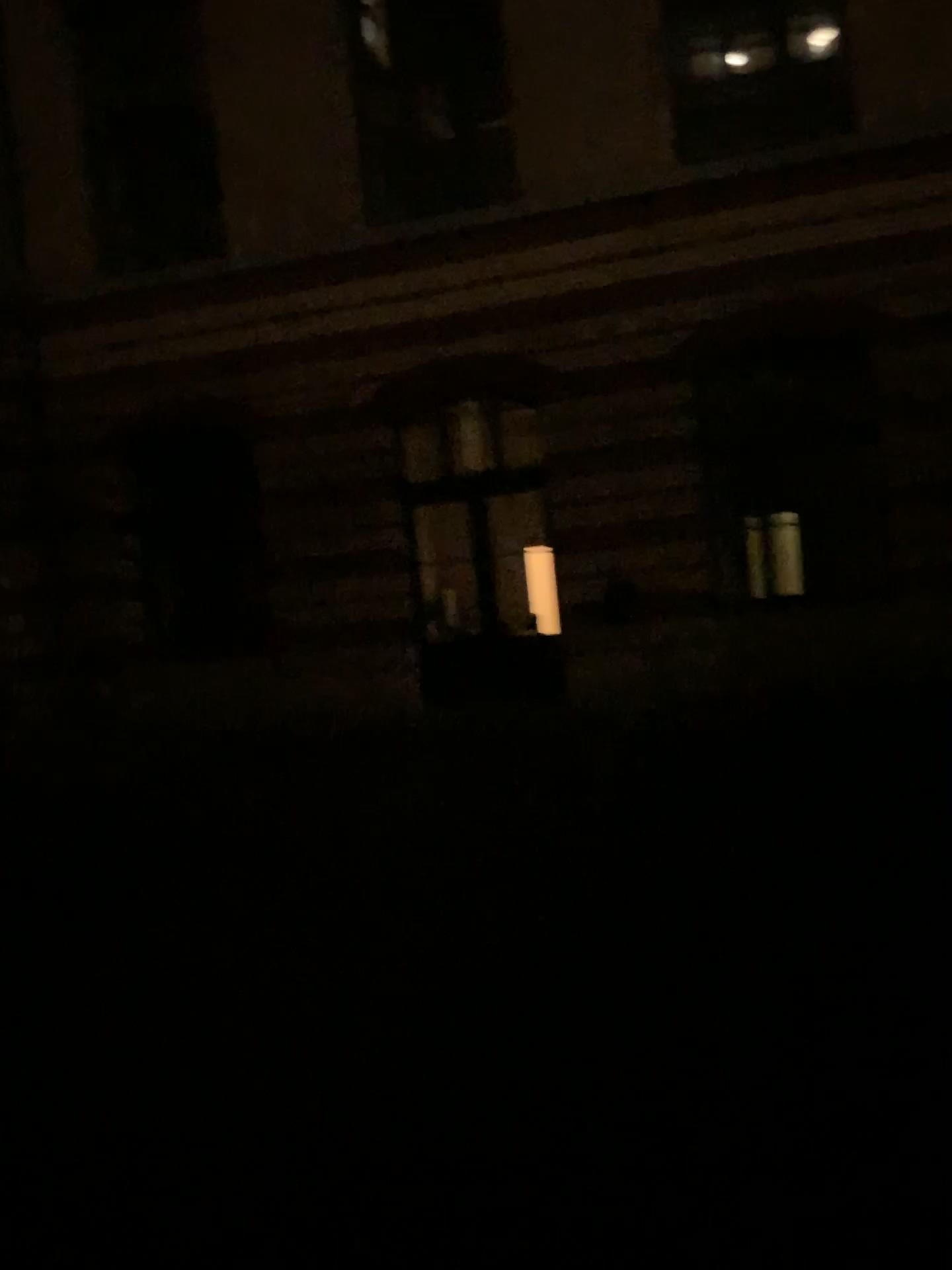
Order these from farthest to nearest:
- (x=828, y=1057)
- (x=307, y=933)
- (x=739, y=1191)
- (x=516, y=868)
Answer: (x=516, y=868) < (x=307, y=933) < (x=828, y=1057) < (x=739, y=1191)
